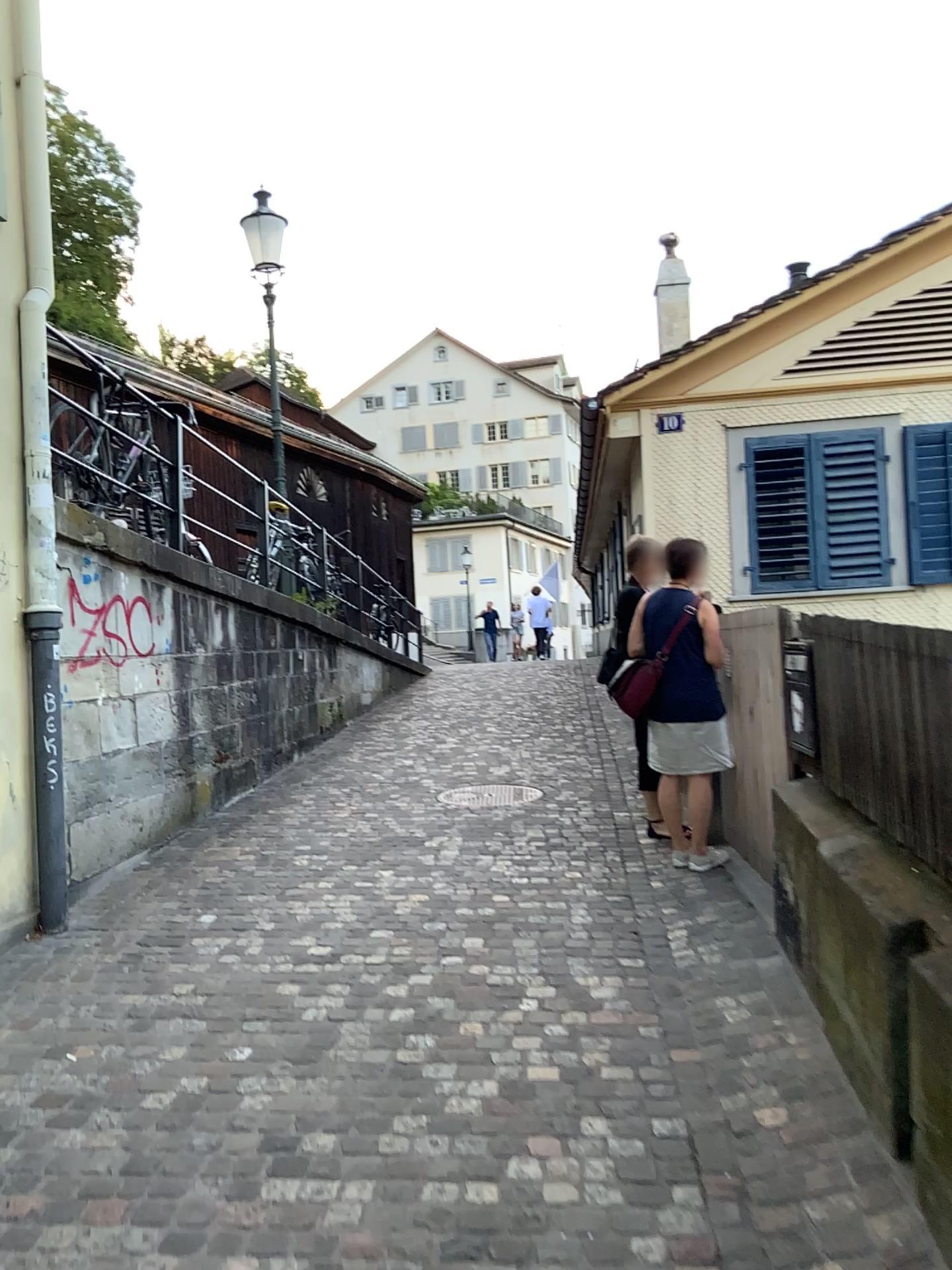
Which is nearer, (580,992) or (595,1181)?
(595,1181)
